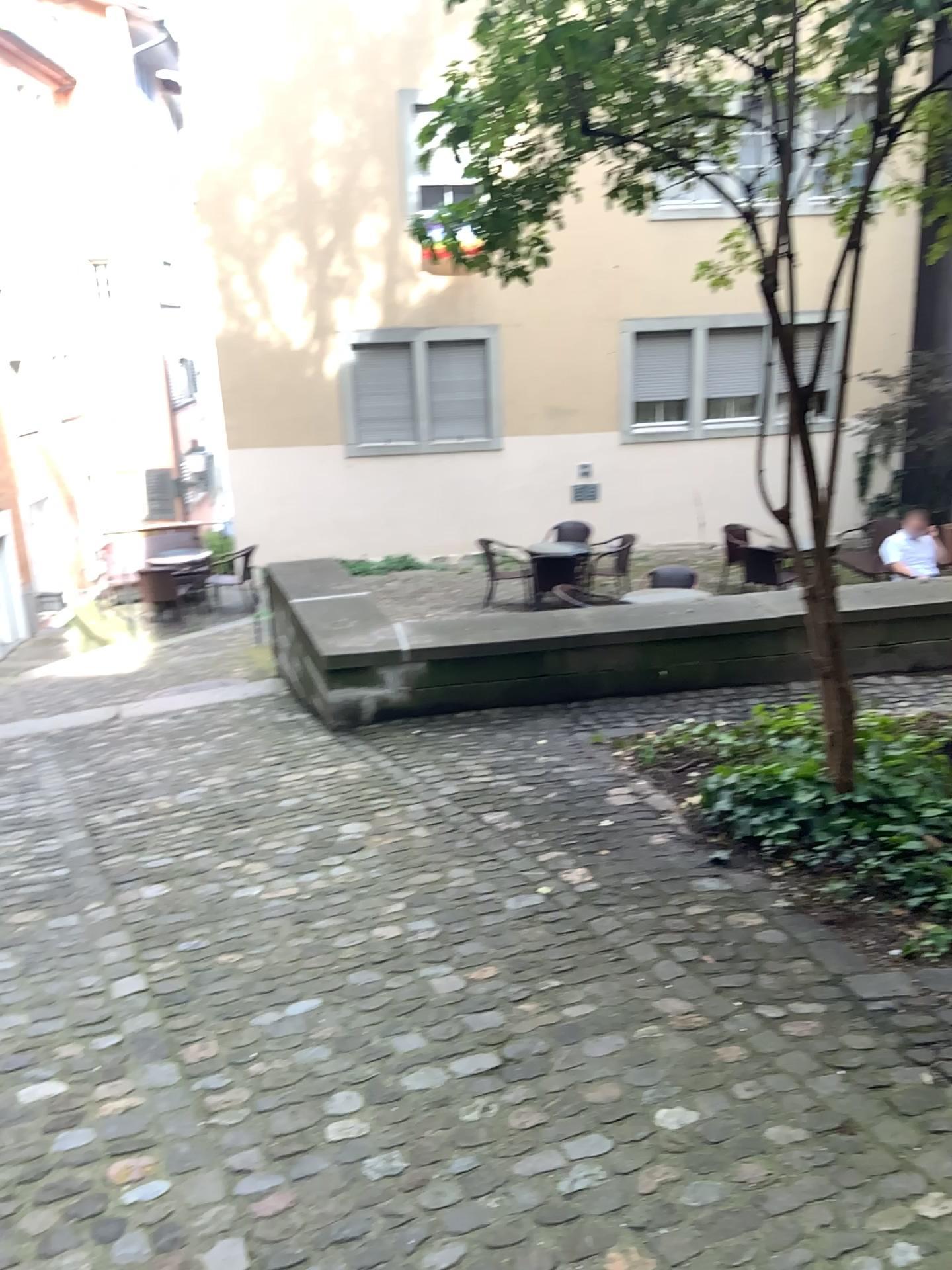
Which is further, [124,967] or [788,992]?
[124,967]
